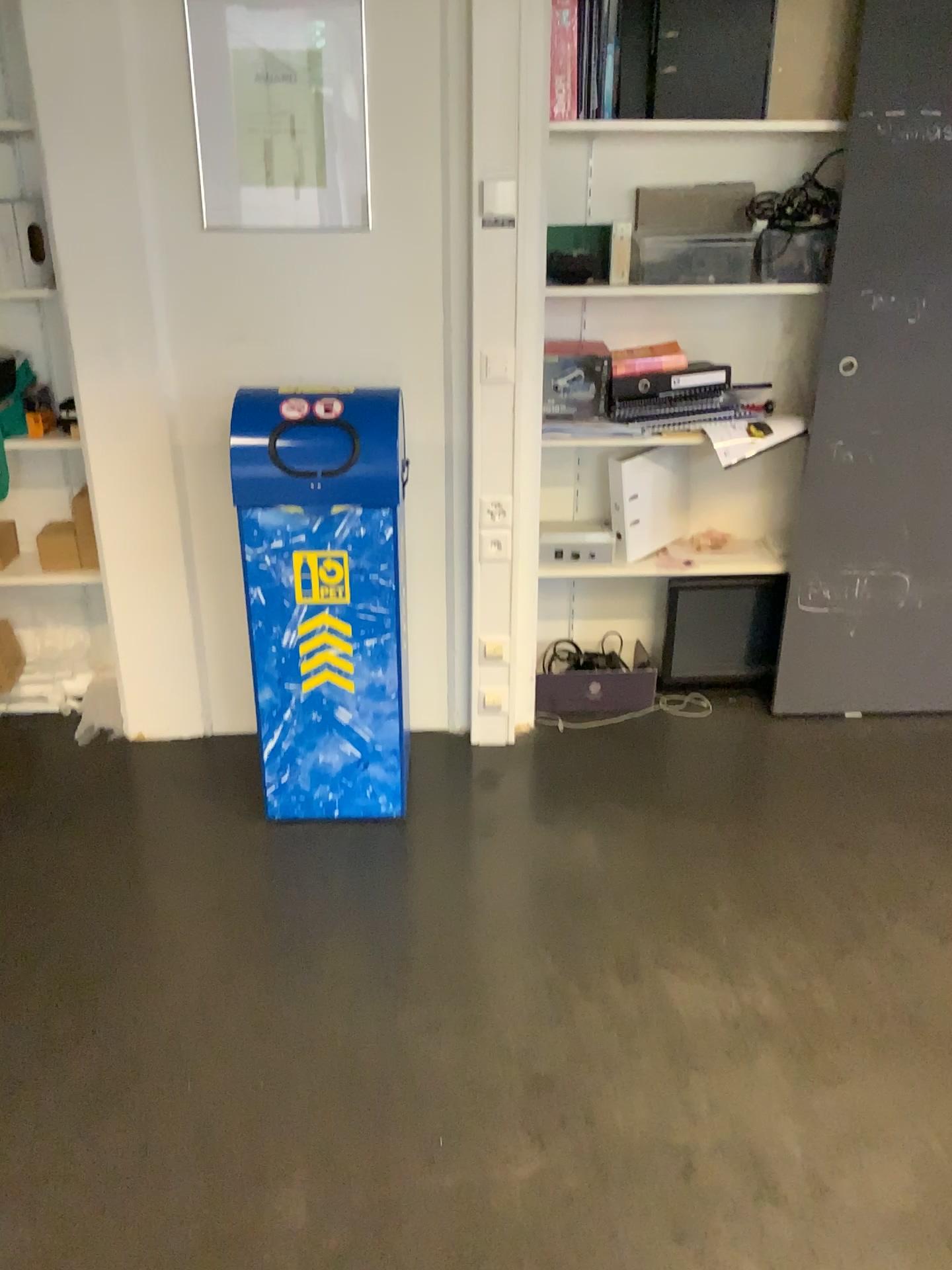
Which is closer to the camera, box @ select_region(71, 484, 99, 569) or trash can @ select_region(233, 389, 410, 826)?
trash can @ select_region(233, 389, 410, 826)

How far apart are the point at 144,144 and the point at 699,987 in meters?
2.3 m

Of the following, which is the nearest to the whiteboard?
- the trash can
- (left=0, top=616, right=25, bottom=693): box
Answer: the trash can

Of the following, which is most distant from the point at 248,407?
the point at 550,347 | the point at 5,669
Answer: the point at 5,669

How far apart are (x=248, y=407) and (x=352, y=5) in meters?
1.0

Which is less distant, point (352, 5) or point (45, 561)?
point (352, 5)

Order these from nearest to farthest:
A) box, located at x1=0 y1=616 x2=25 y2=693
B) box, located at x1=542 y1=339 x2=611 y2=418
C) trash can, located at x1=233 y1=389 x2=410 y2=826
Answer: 1. trash can, located at x1=233 y1=389 x2=410 y2=826
2. box, located at x1=542 y1=339 x2=611 y2=418
3. box, located at x1=0 y1=616 x2=25 y2=693

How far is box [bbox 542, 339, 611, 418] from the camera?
2.9m

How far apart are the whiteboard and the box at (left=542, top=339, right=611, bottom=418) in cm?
62

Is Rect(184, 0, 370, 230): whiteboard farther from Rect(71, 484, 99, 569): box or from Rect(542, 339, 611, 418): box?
Rect(71, 484, 99, 569): box
